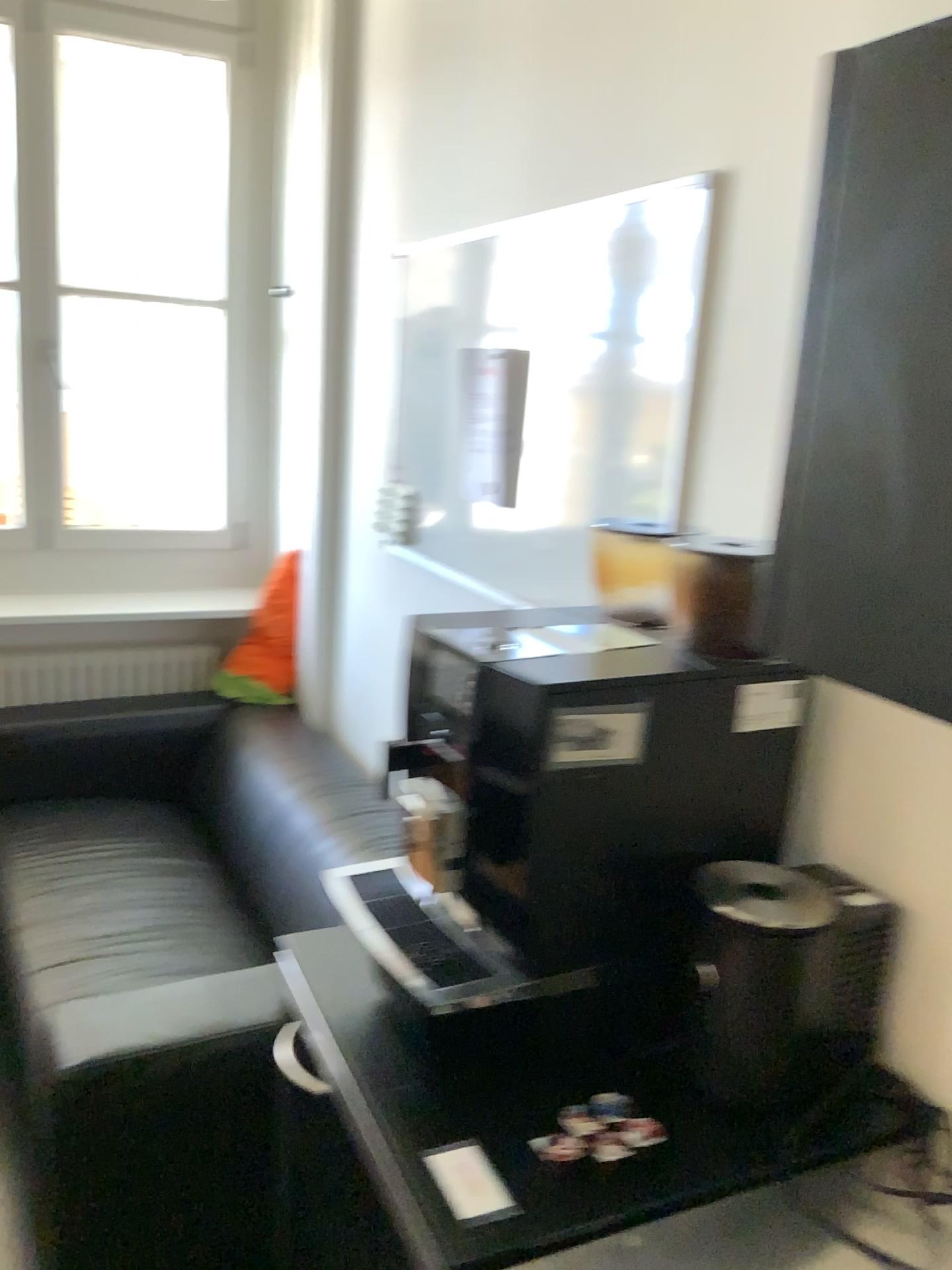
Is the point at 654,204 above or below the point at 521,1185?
above

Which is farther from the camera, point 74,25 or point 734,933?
point 74,25

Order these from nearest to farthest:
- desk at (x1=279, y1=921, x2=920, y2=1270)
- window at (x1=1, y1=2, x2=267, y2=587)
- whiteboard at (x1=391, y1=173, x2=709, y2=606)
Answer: desk at (x1=279, y1=921, x2=920, y2=1270) < whiteboard at (x1=391, y1=173, x2=709, y2=606) < window at (x1=1, y1=2, x2=267, y2=587)

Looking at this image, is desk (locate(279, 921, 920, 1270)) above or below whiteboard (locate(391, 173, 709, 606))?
below

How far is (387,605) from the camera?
2.49m

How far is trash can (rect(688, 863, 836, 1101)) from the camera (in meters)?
1.08

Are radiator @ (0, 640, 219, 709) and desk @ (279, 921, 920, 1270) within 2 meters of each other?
no

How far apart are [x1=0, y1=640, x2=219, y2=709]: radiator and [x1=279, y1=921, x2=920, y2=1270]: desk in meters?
2.3

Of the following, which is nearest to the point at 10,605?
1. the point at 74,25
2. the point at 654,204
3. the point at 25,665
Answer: the point at 25,665

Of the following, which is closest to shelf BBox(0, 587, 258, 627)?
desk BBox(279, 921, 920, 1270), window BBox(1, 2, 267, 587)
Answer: window BBox(1, 2, 267, 587)
